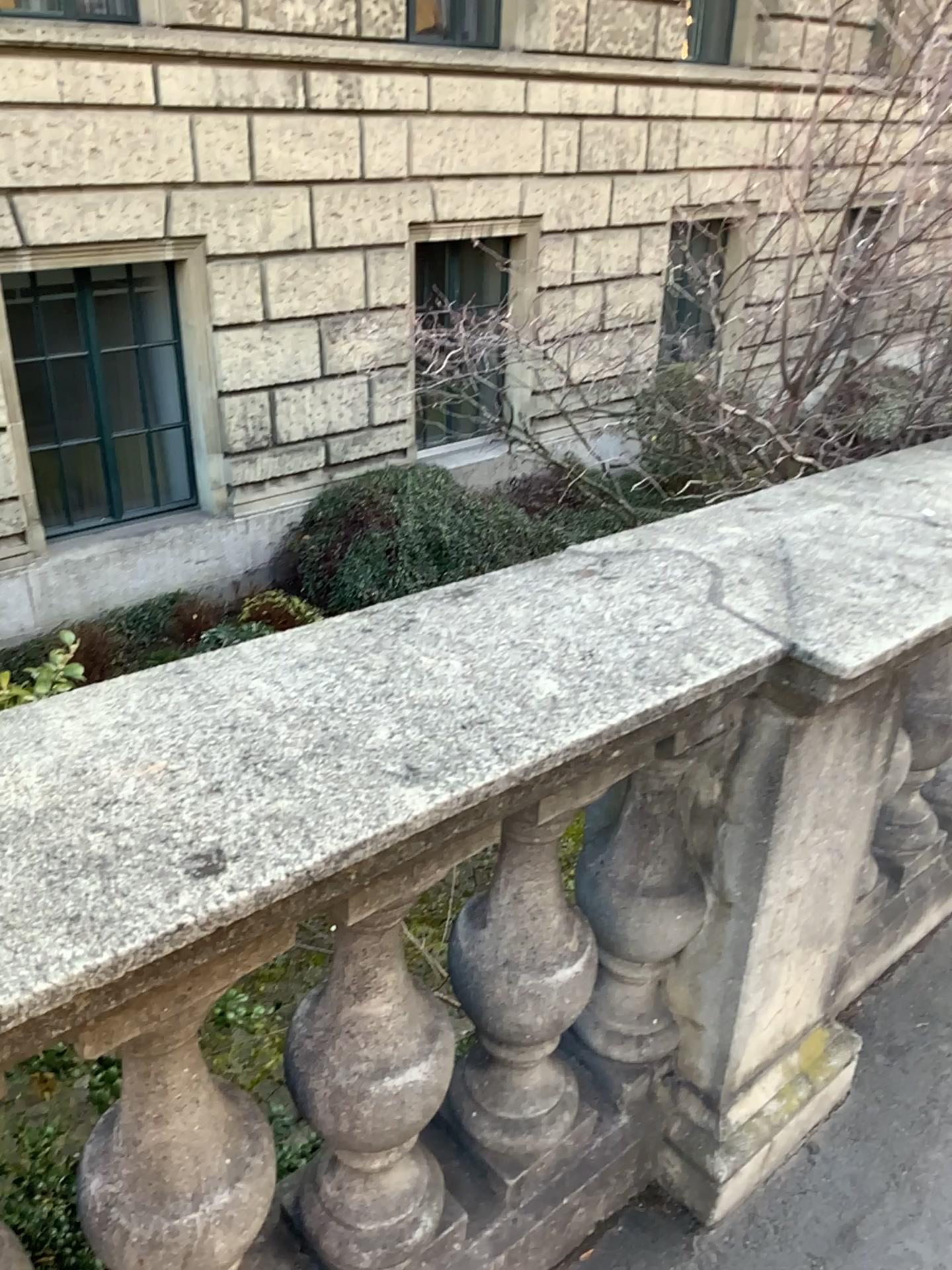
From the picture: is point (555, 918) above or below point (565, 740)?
below

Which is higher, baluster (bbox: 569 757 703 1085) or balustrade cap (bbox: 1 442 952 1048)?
balustrade cap (bbox: 1 442 952 1048)

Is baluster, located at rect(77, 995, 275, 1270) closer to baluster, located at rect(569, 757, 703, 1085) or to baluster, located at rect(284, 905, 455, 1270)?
baluster, located at rect(284, 905, 455, 1270)

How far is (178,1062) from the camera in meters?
1.0

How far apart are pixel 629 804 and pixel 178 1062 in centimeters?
71cm

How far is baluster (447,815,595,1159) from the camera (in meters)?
1.33

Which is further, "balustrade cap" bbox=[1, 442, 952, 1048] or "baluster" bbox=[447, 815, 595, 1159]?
"baluster" bbox=[447, 815, 595, 1159]

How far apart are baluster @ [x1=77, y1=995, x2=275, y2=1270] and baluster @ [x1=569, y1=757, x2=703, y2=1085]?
0.61m

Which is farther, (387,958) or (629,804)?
(629,804)

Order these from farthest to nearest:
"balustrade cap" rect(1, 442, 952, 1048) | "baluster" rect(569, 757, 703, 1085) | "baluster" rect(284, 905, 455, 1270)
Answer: "baluster" rect(569, 757, 703, 1085)
"baluster" rect(284, 905, 455, 1270)
"balustrade cap" rect(1, 442, 952, 1048)
